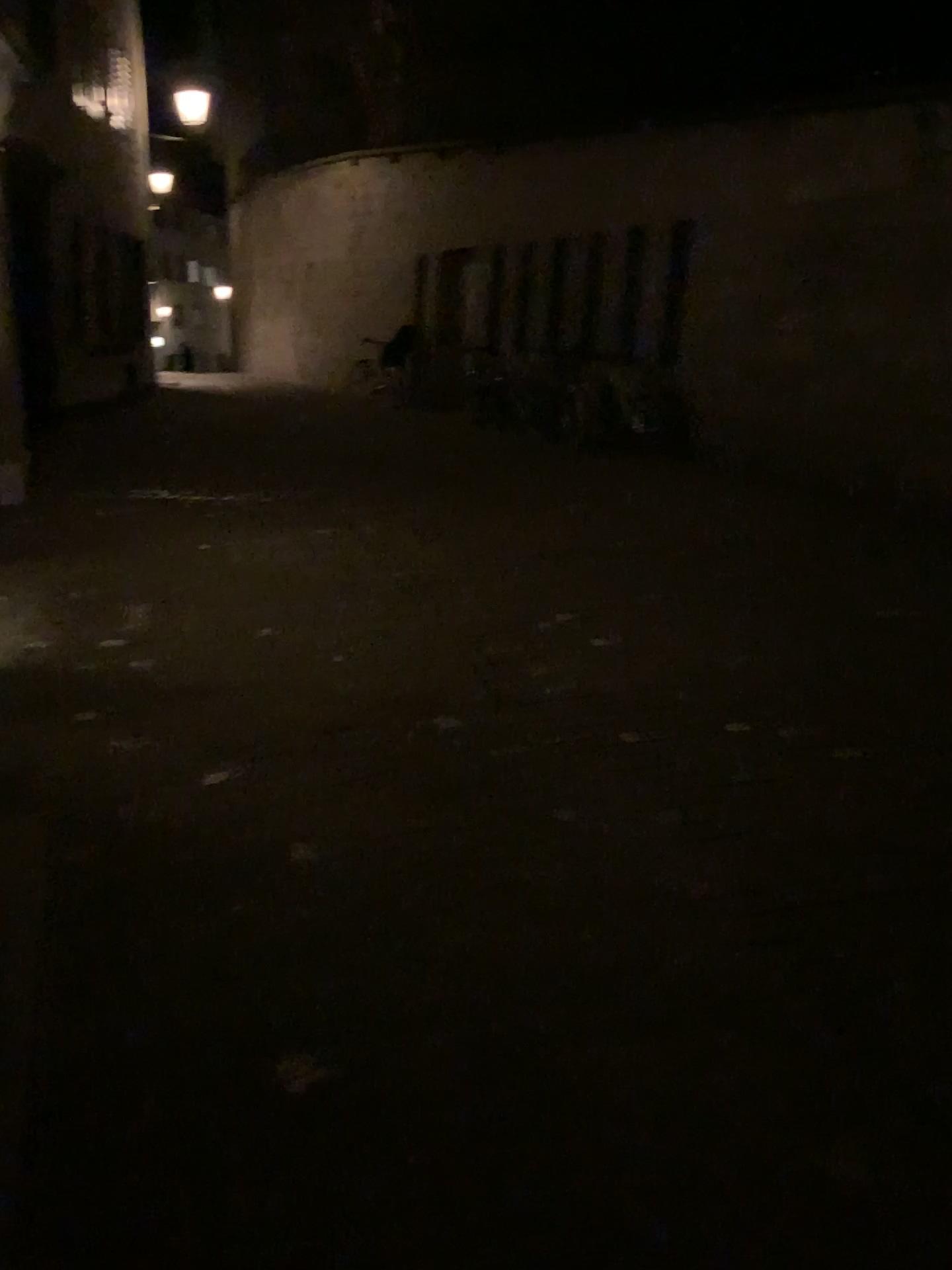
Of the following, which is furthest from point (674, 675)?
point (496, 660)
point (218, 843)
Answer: point (218, 843)
